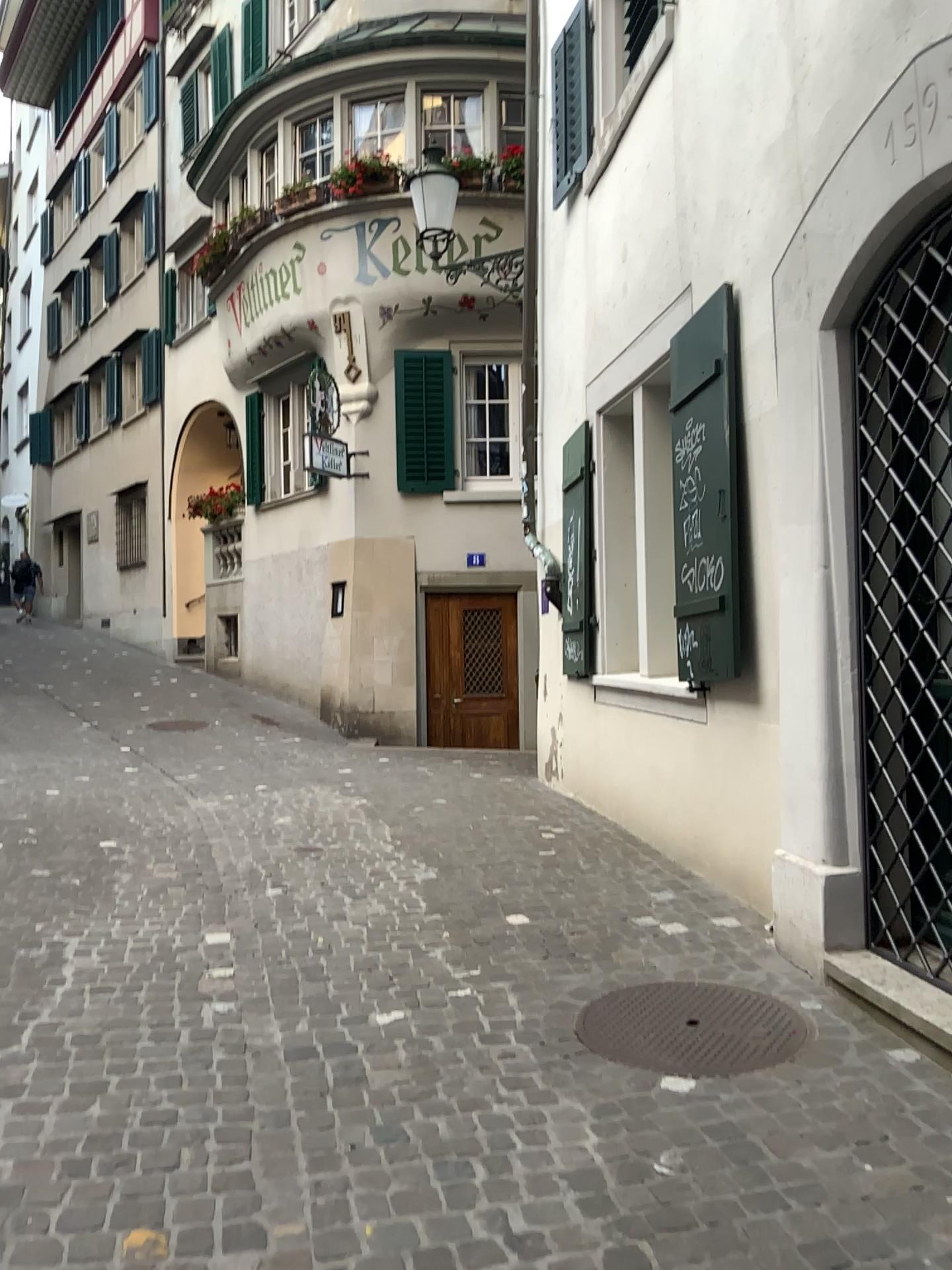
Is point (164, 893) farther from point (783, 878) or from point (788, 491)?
point (788, 491)

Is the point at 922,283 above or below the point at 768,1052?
above
